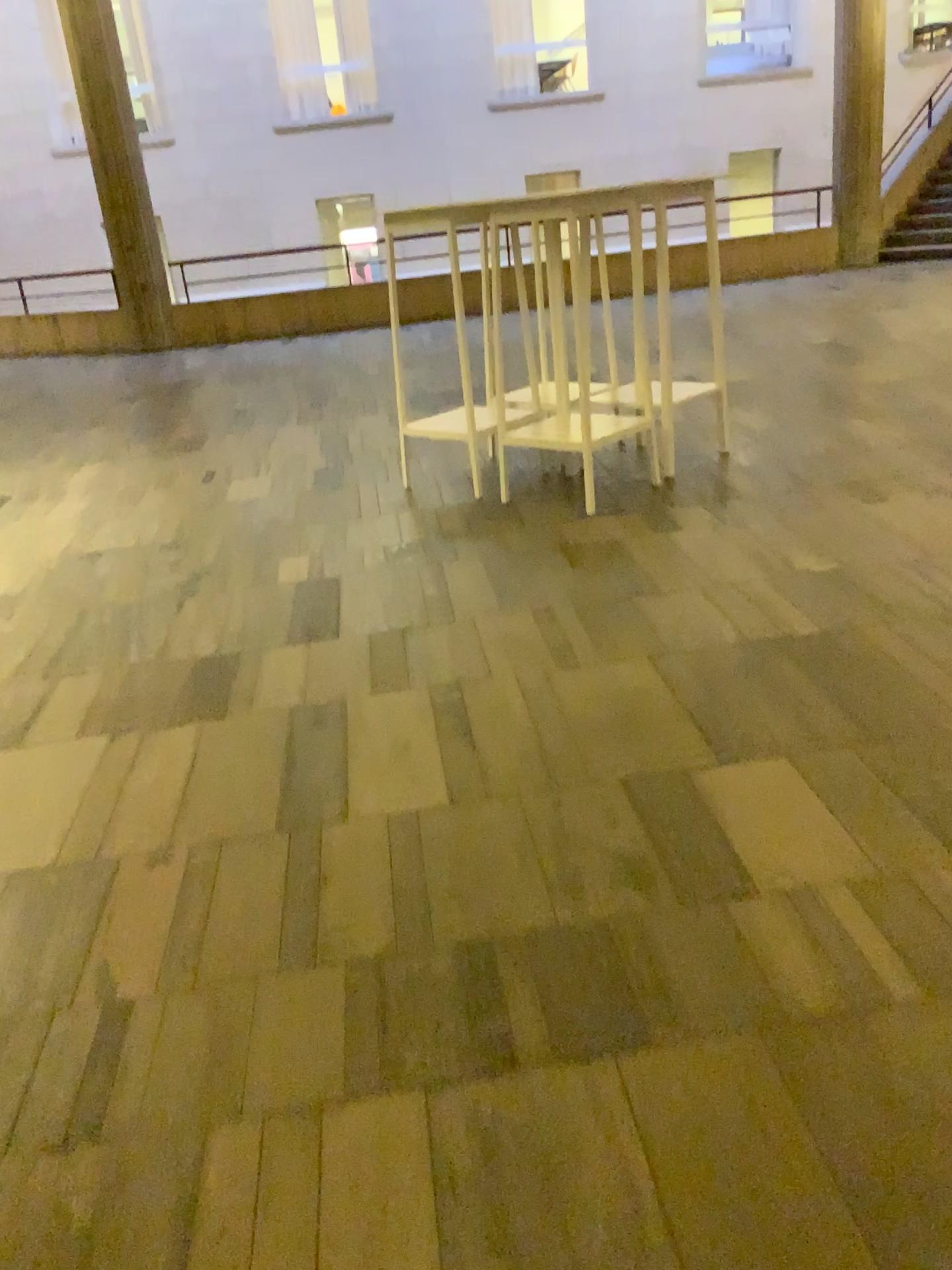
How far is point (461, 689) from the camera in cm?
277
